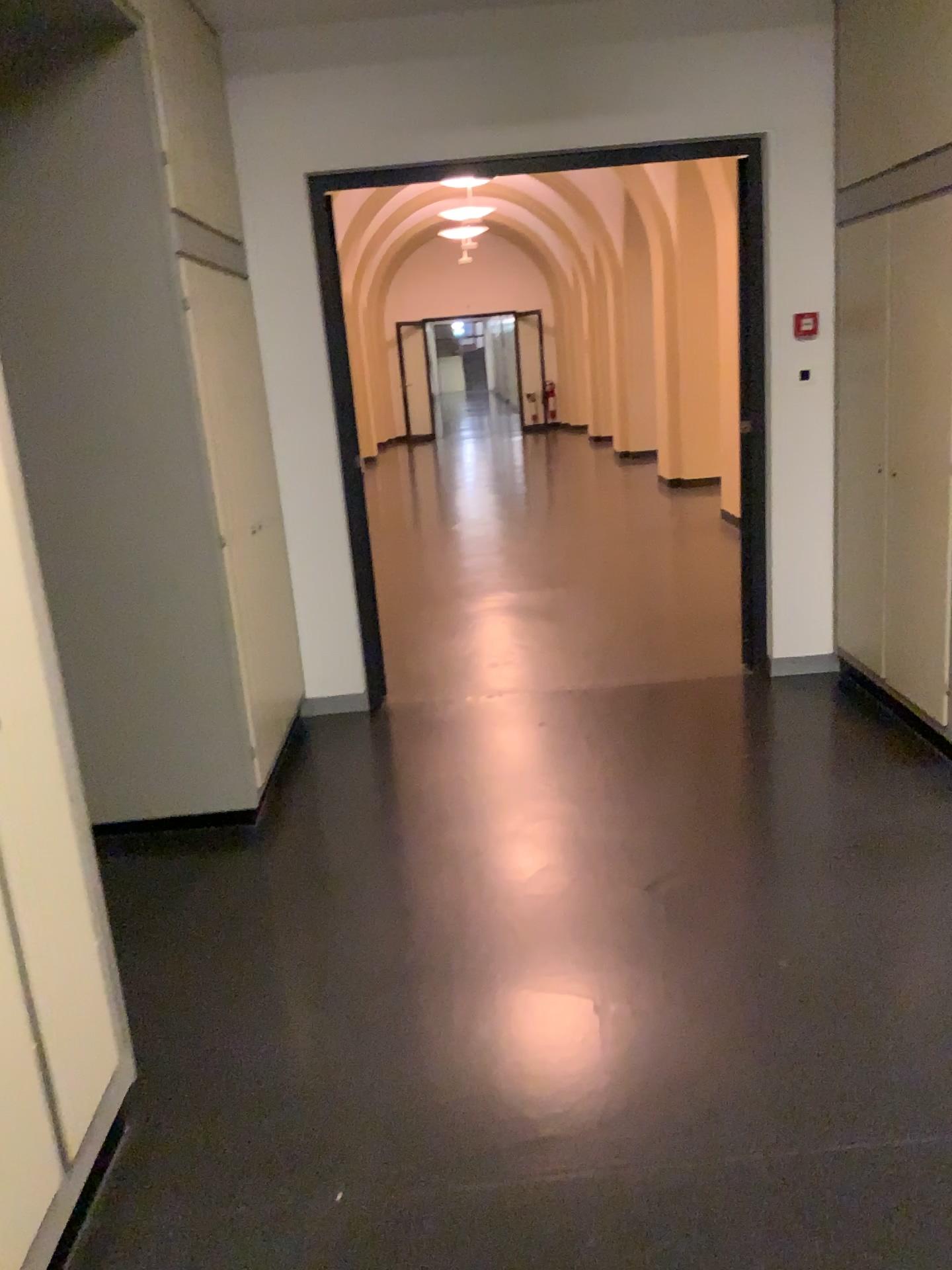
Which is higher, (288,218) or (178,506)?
(288,218)

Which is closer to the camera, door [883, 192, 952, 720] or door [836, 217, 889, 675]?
door [883, 192, 952, 720]

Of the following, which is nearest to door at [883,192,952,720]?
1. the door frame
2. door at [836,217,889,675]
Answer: door at [836,217,889,675]

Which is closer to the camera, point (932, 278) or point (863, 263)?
point (932, 278)

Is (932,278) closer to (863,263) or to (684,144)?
(863,263)

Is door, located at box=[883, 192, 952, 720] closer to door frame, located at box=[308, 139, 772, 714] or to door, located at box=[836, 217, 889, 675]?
door, located at box=[836, 217, 889, 675]

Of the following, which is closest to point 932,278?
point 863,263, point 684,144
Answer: point 863,263

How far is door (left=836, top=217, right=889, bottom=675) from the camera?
3.9 meters

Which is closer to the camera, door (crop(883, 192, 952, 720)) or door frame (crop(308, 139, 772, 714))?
door (crop(883, 192, 952, 720))
